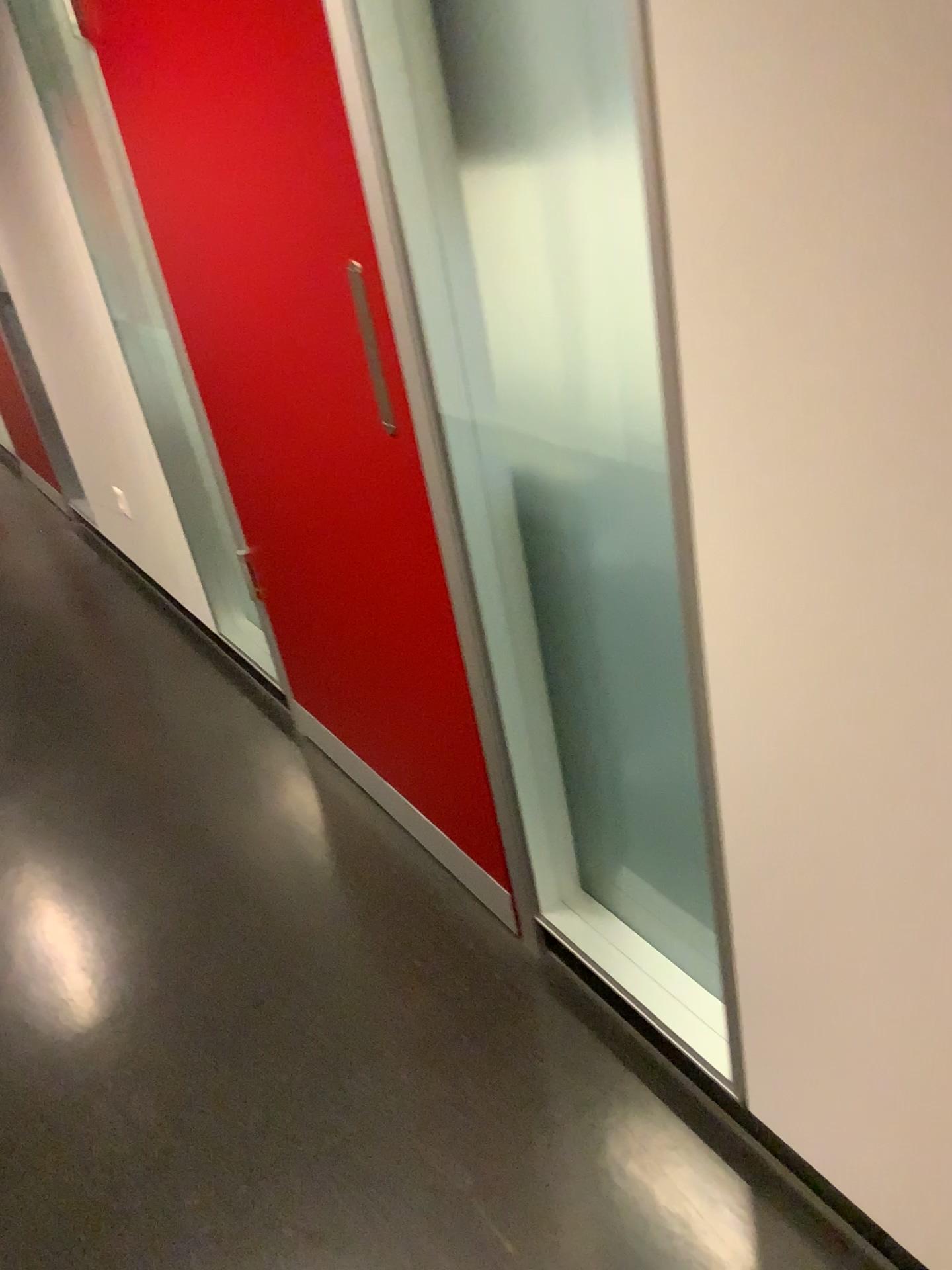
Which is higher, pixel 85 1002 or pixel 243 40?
pixel 243 40

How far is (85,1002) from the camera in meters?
1.9

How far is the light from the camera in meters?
1.9

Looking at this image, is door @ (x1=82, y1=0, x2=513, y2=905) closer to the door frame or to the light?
the door frame

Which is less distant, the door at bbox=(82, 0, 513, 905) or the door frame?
the door frame

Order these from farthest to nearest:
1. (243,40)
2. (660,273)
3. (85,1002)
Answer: (85,1002)
(243,40)
(660,273)

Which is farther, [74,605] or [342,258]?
[74,605]

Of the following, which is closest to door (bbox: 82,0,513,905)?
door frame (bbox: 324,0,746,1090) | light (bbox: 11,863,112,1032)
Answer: door frame (bbox: 324,0,746,1090)

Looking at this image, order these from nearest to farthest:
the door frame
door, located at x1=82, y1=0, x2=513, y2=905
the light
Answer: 1. the door frame
2. door, located at x1=82, y1=0, x2=513, y2=905
3. the light
